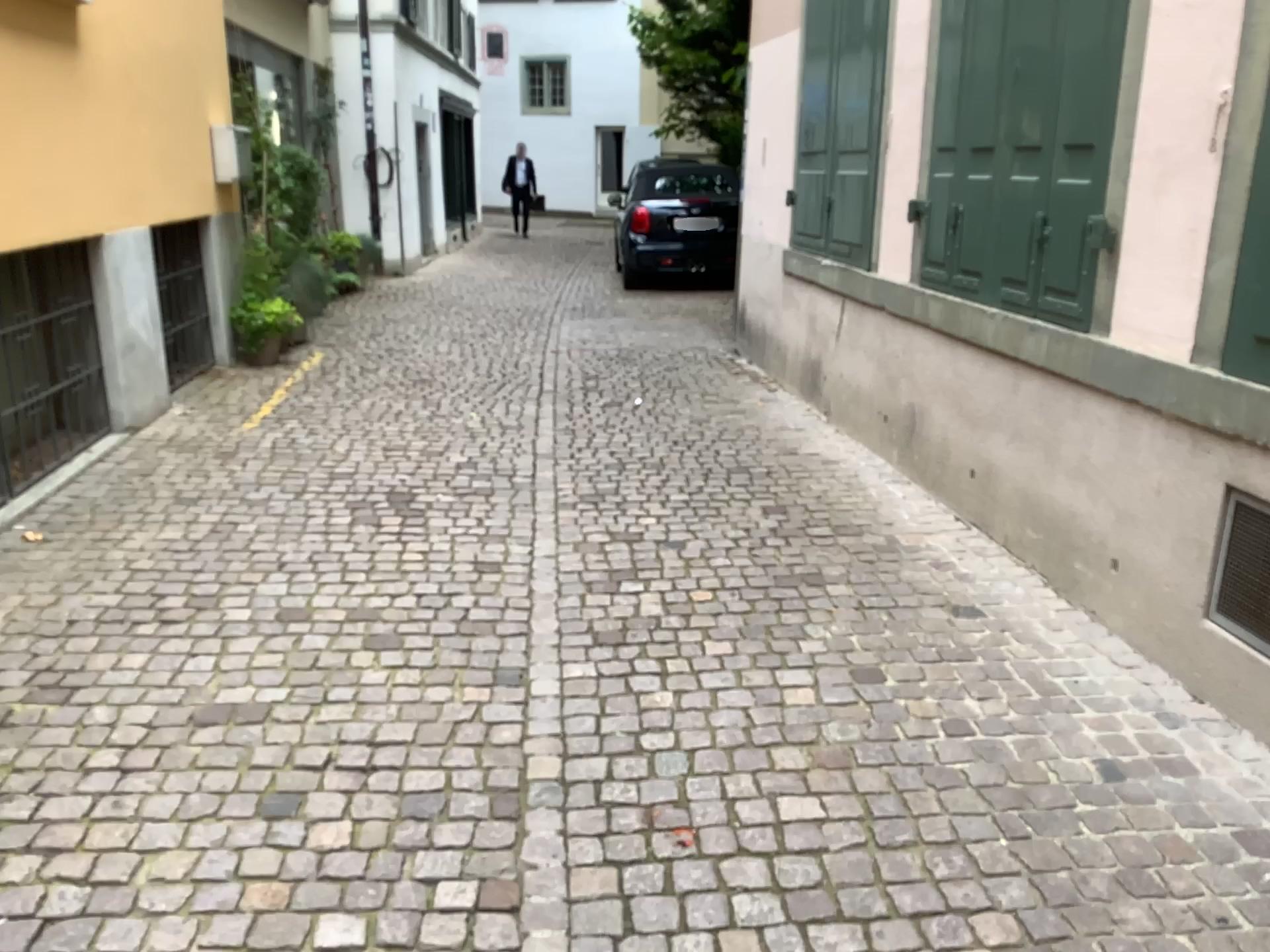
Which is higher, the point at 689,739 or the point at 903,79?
the point at 903,79

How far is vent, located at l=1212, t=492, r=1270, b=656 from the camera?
2.62m

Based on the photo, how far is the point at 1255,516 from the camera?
2.6m
